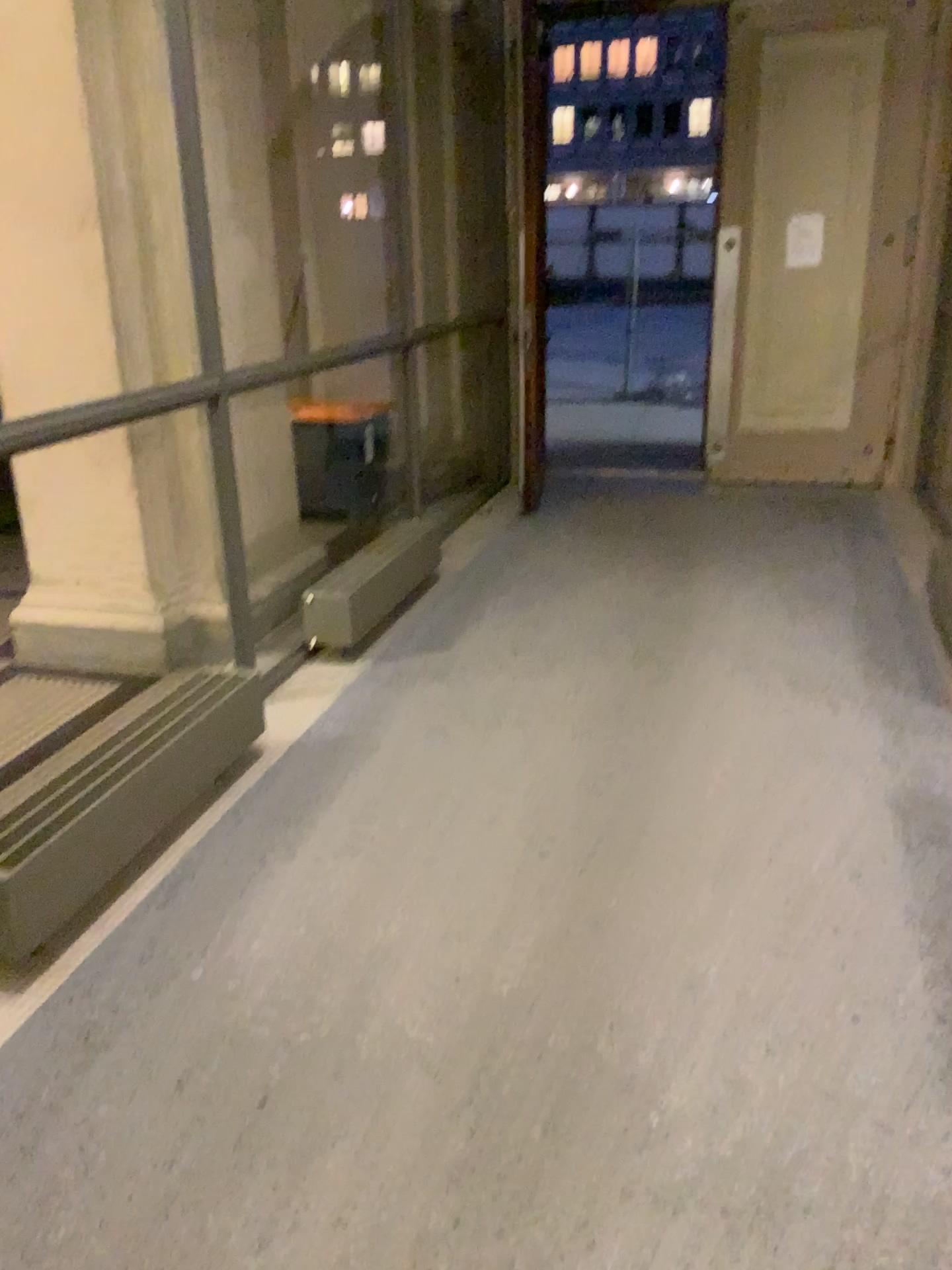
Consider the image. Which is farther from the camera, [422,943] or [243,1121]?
[422,943]
